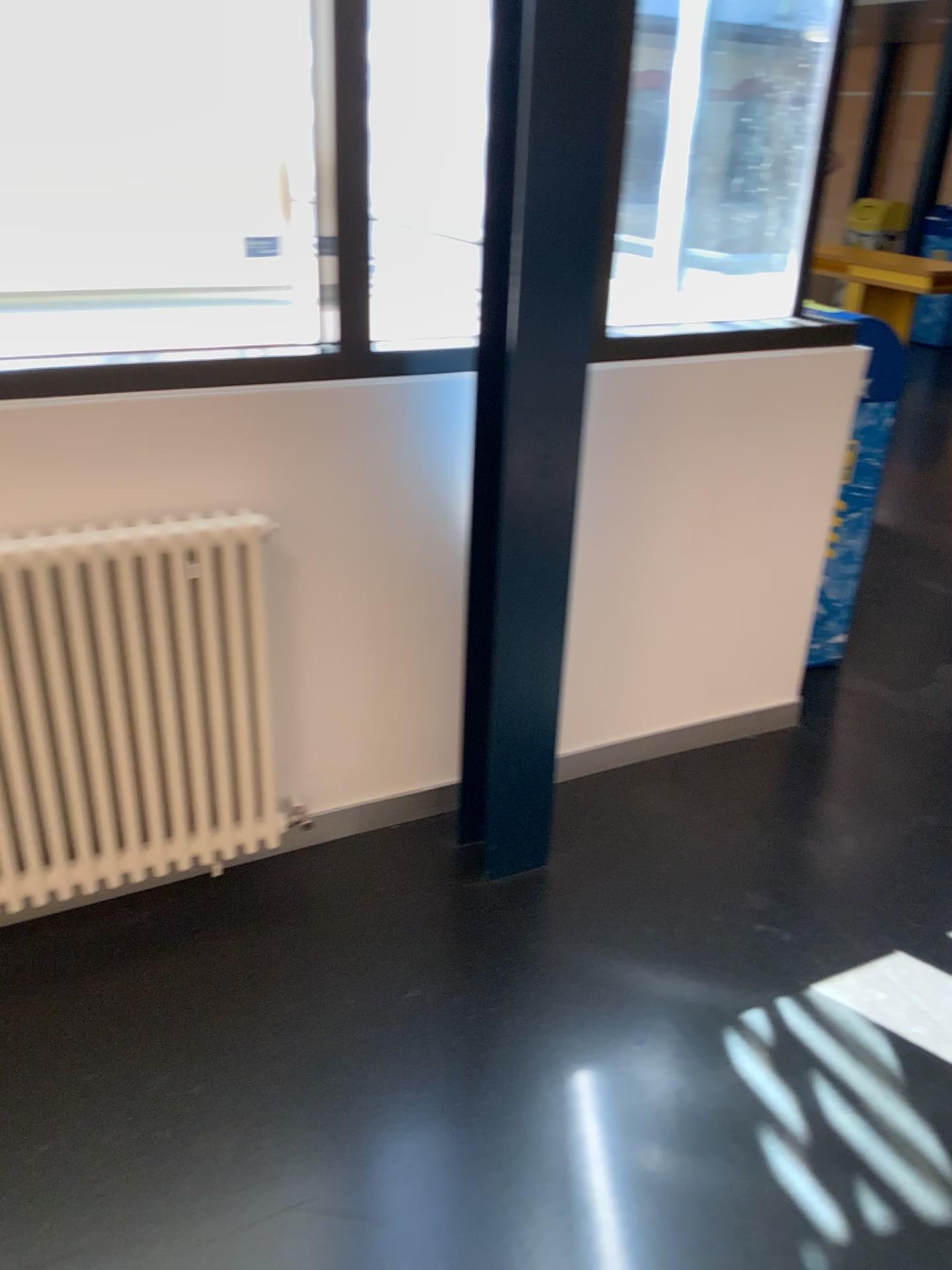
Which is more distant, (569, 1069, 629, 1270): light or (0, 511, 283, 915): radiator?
(0, 511, 283, 915): radiator

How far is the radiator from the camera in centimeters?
188cm

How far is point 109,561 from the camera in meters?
1.9 m

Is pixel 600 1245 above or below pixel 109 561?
below

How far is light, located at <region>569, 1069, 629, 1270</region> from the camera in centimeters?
158cm

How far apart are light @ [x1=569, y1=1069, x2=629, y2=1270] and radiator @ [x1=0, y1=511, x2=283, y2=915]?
0.82m

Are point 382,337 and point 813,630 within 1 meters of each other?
no

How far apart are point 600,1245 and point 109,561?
1.4m
